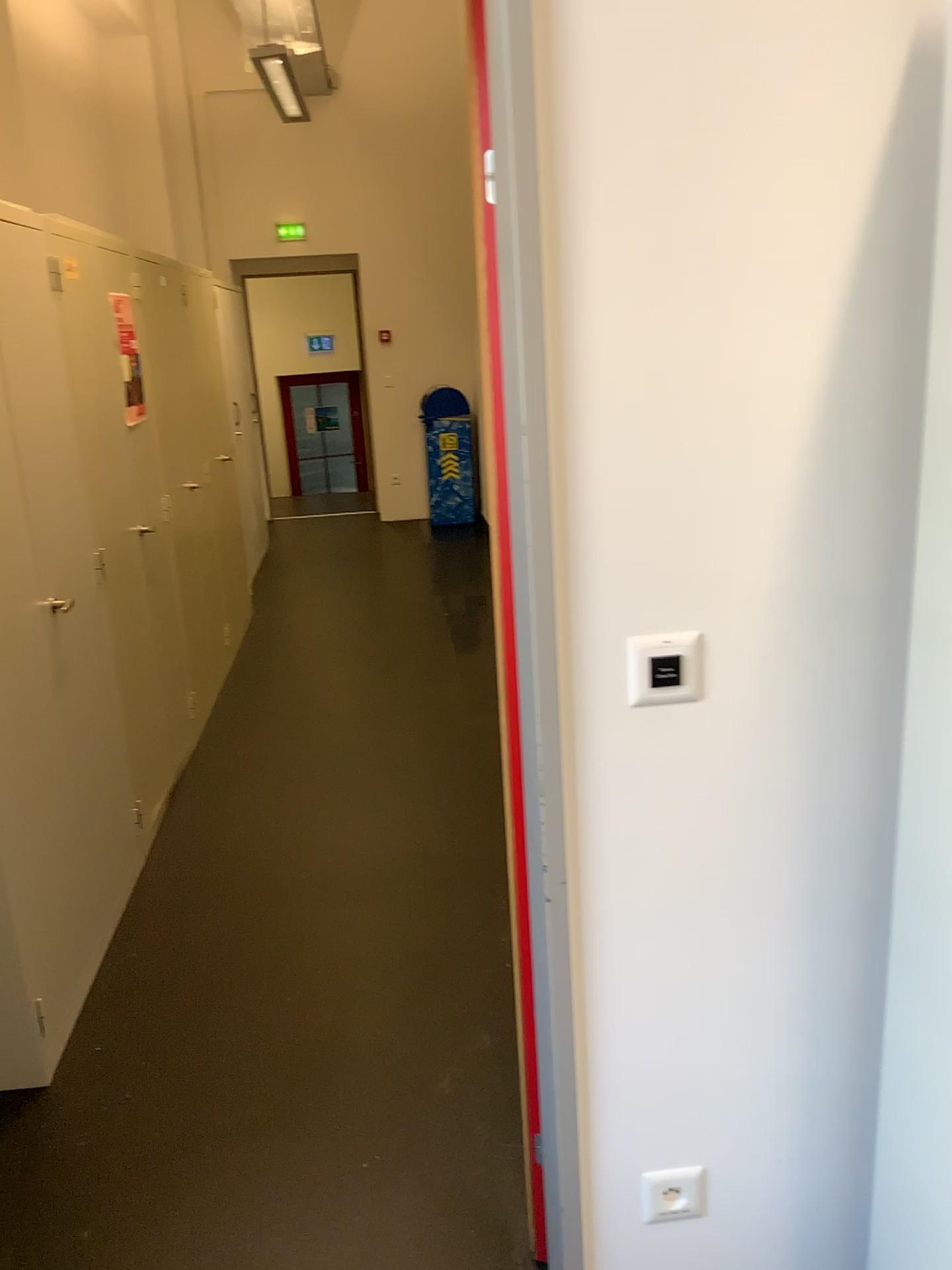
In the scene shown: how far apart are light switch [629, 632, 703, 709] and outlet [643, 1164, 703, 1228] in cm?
73

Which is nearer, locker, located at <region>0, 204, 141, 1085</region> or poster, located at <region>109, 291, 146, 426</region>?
locker, located at <region>0, 204, 141, 1085</region>

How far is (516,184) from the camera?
1.2 meters

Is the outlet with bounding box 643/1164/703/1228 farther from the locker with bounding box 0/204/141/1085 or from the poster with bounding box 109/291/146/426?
the poster with bounding box 109/291/146/426

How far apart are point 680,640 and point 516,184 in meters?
0.6 m

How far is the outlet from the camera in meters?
1.5 m

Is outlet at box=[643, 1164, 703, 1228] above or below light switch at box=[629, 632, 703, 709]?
below

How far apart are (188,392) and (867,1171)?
4.1m

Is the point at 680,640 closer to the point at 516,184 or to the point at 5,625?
the point at 516,184

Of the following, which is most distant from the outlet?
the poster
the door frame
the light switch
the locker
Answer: the poster
